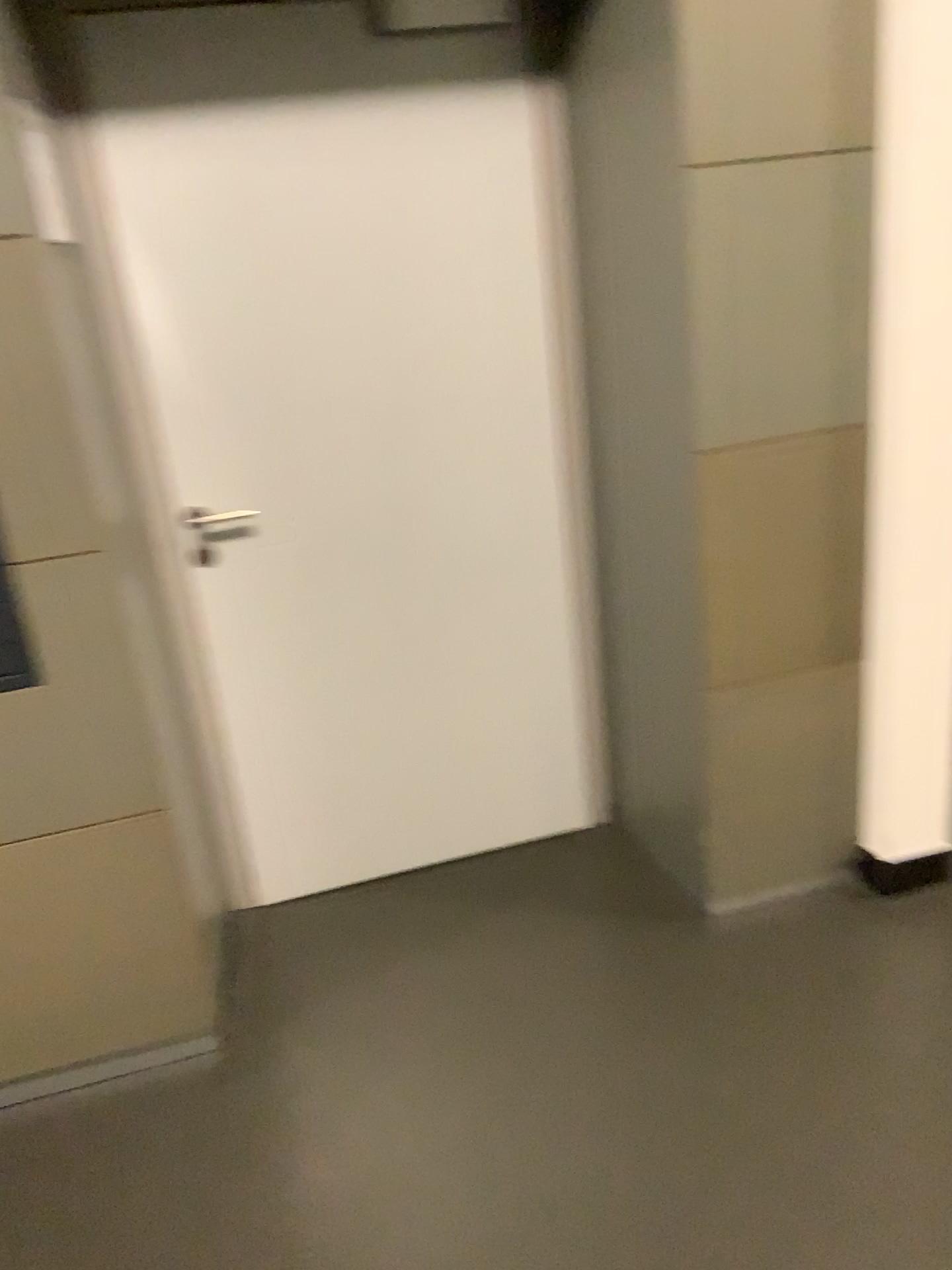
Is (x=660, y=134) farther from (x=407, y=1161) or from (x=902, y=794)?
(x=407, y=1161)
